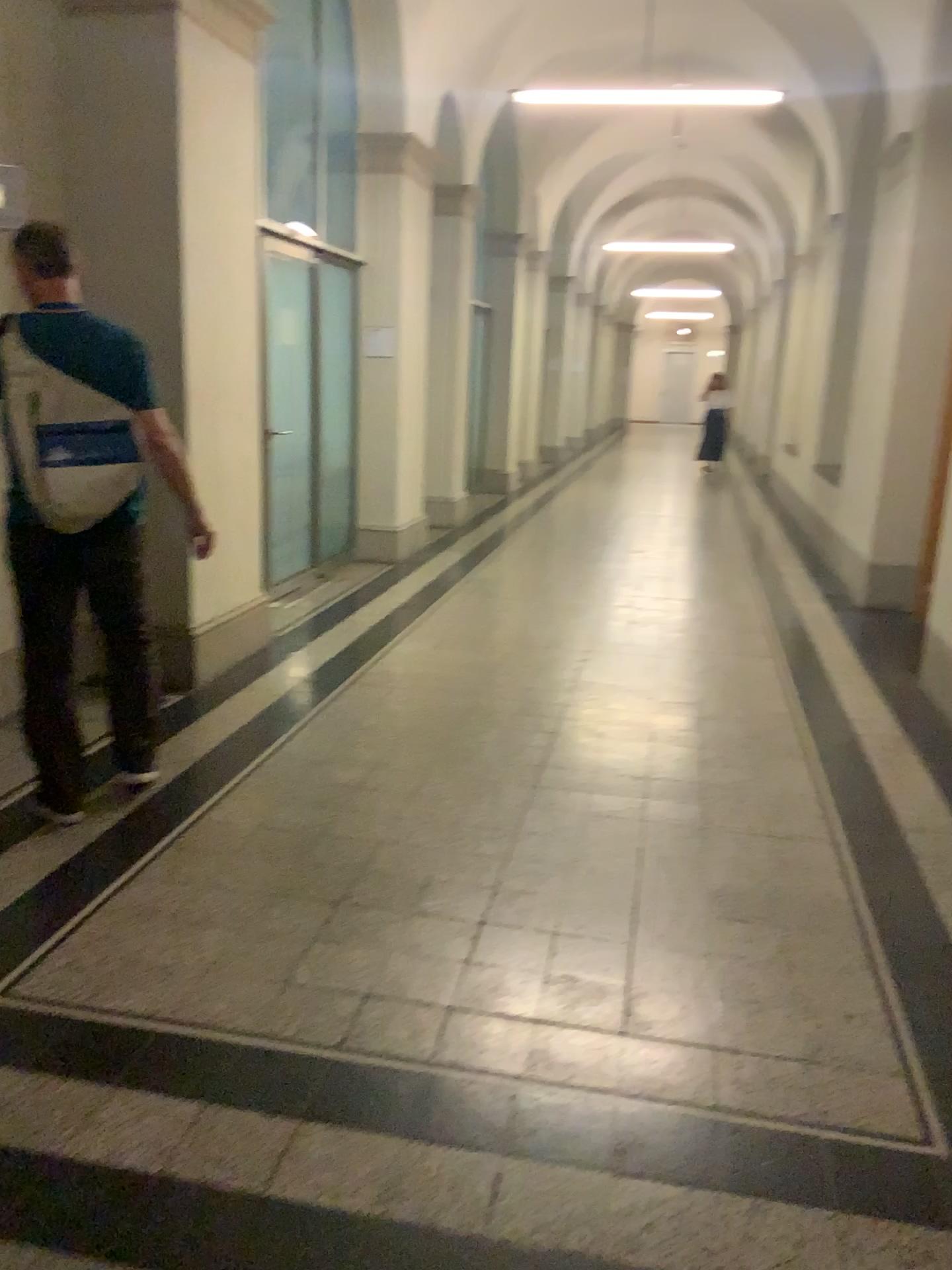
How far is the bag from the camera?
3.06m

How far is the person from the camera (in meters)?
3.08

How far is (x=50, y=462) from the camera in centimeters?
306cm

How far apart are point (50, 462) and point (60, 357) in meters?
0.3 m

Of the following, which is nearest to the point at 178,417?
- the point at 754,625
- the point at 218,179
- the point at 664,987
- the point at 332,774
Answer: the point at 218,179

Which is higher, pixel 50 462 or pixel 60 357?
pixel 60 357
